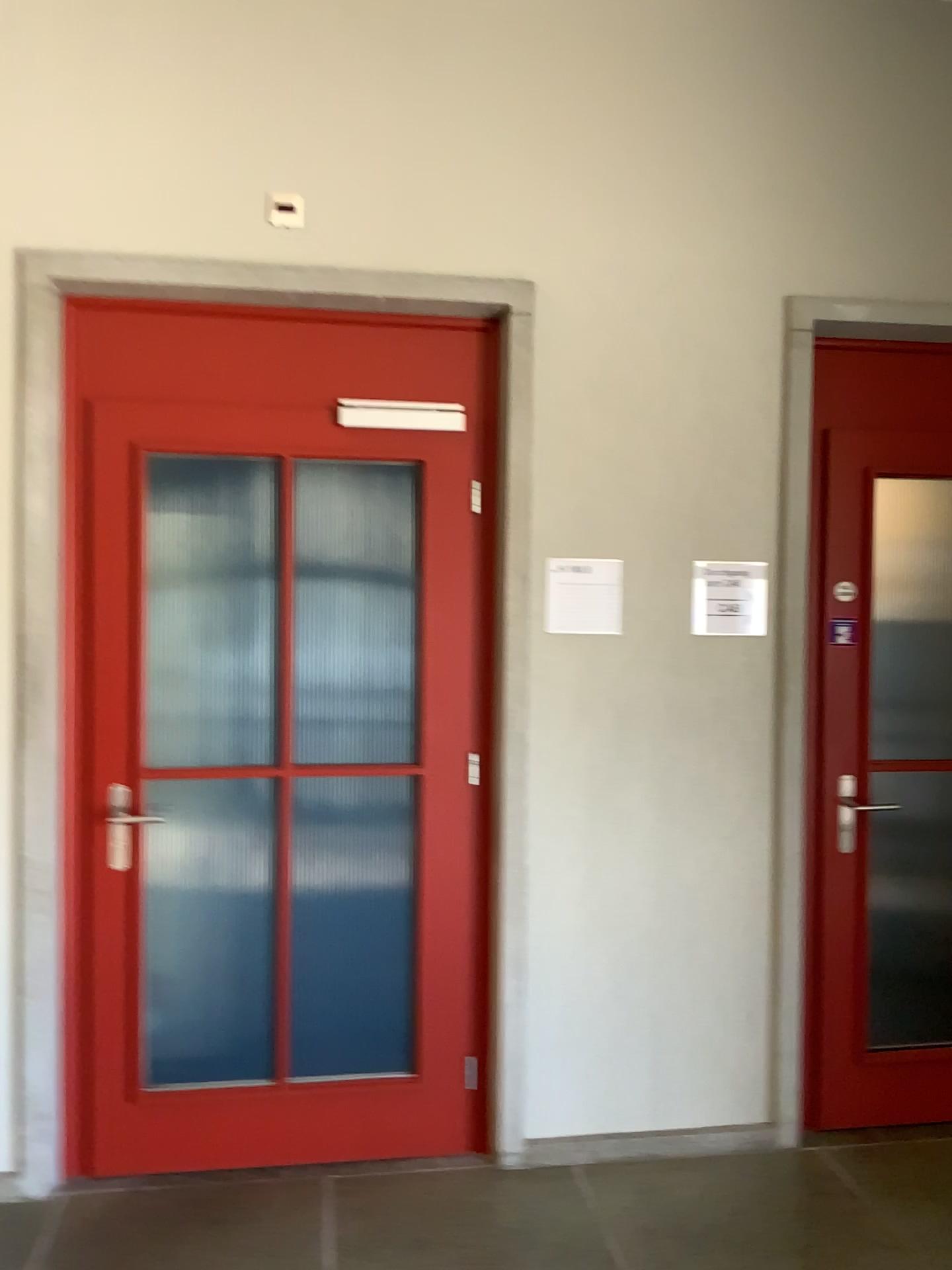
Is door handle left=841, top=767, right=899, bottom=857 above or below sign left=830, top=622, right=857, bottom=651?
below

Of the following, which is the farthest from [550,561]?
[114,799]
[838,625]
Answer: [114,799]

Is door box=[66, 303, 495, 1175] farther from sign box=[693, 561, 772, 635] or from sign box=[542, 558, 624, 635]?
sign box=[693, 561, 772, 635]

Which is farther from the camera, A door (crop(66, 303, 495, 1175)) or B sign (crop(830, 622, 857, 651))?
B sign (crop(830, 622, 857, 651))

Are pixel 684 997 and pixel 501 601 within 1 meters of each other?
no

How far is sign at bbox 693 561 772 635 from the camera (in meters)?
3.06

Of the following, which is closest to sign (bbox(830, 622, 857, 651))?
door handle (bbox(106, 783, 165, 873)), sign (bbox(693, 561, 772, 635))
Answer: sign (bbox(693, 561, 772, 635))

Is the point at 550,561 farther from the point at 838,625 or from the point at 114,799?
the point at 114,799

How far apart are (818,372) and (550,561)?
1.0 meters

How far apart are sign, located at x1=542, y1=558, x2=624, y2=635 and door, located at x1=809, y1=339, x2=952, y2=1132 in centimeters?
64cm
